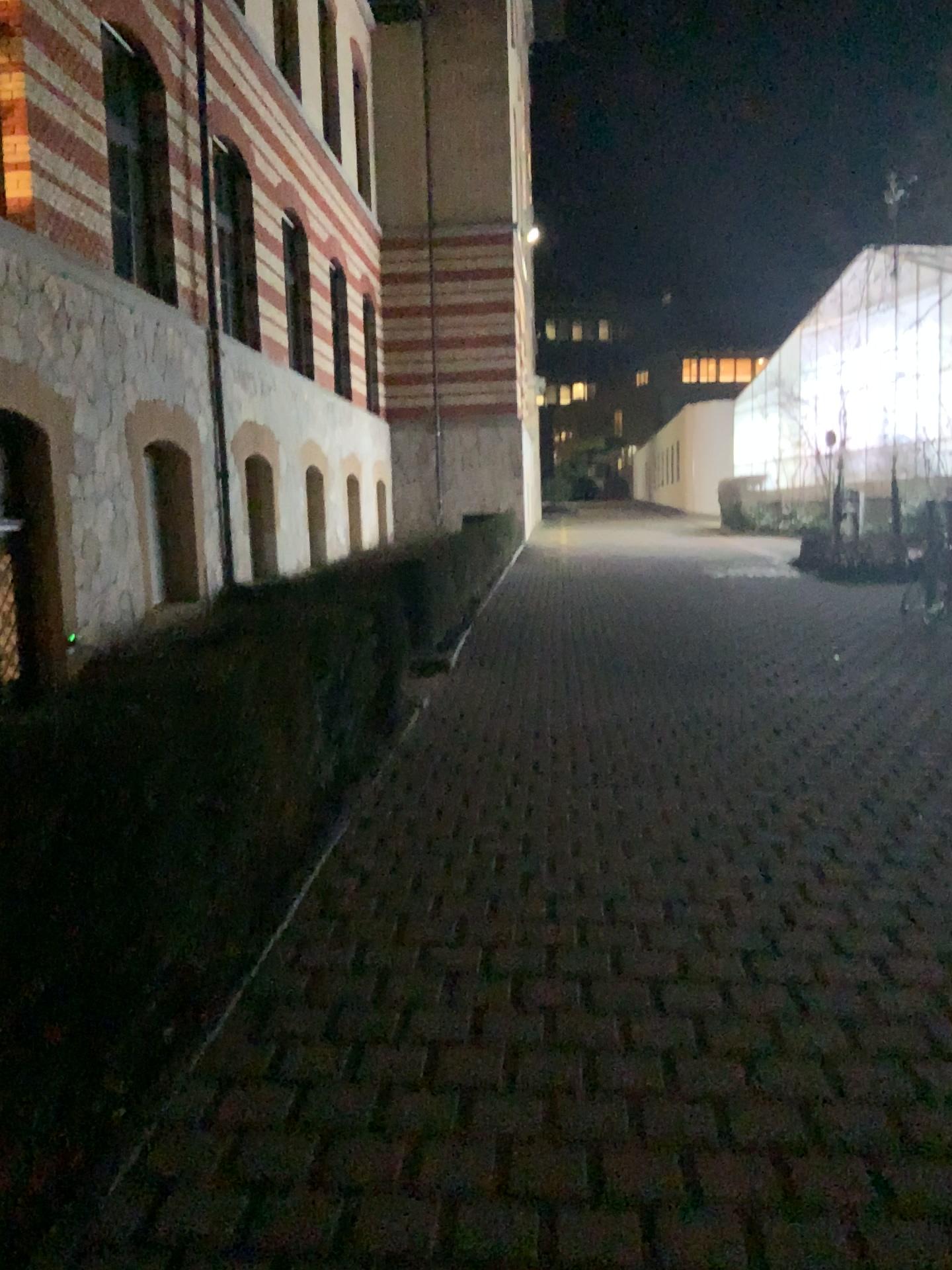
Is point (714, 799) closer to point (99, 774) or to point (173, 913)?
point (173, 913)
